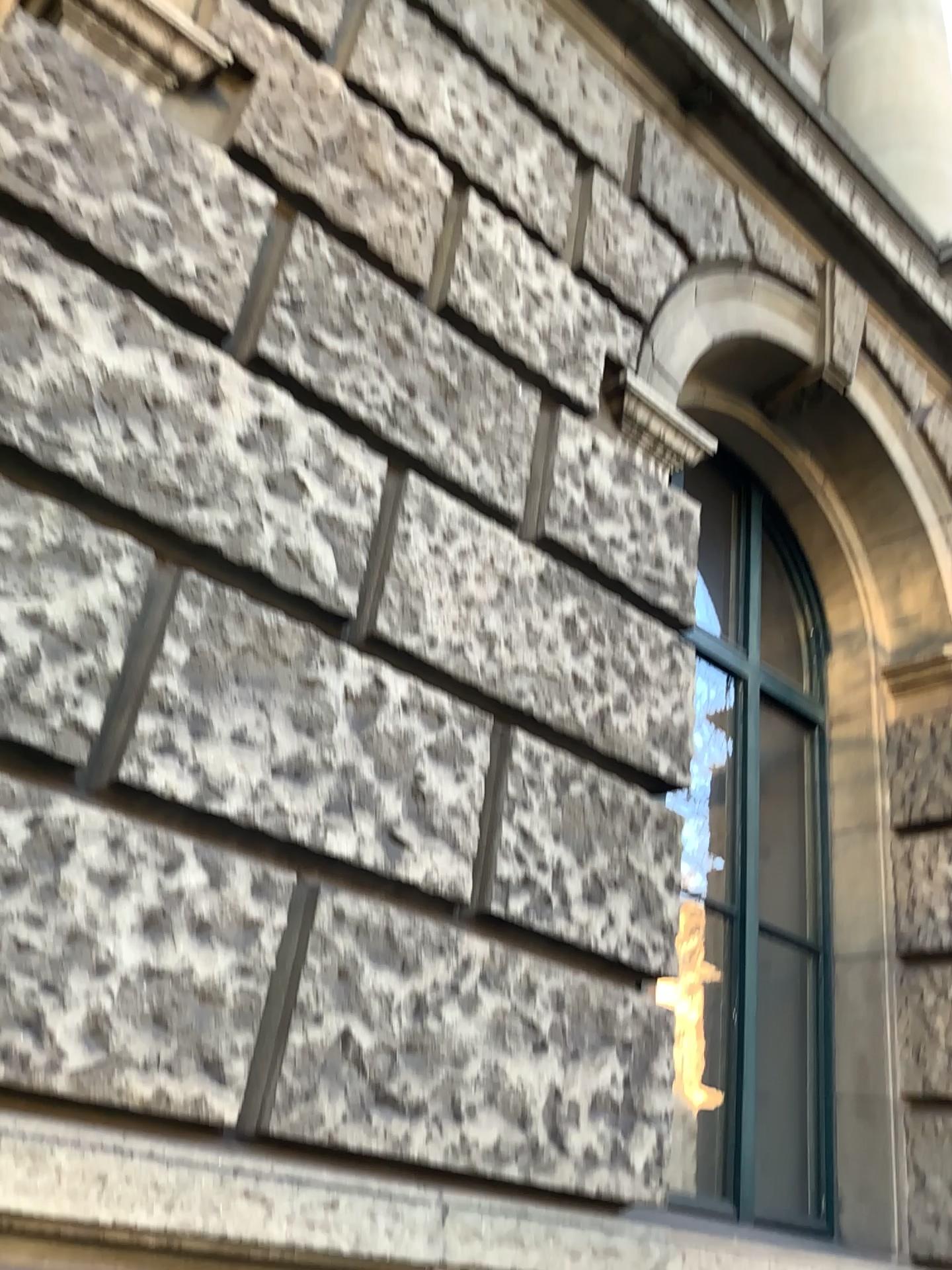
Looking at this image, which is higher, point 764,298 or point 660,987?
point 764,298

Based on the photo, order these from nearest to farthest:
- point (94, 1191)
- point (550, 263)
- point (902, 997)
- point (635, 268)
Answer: point (94, 1191), point (550, 263), point (635, 268), point (902, 997)

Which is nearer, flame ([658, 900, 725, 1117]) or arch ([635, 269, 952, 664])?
flame ([658, 900, 725, 1117])

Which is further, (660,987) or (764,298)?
(764,298)

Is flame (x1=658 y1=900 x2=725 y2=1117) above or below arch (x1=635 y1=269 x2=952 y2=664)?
below
